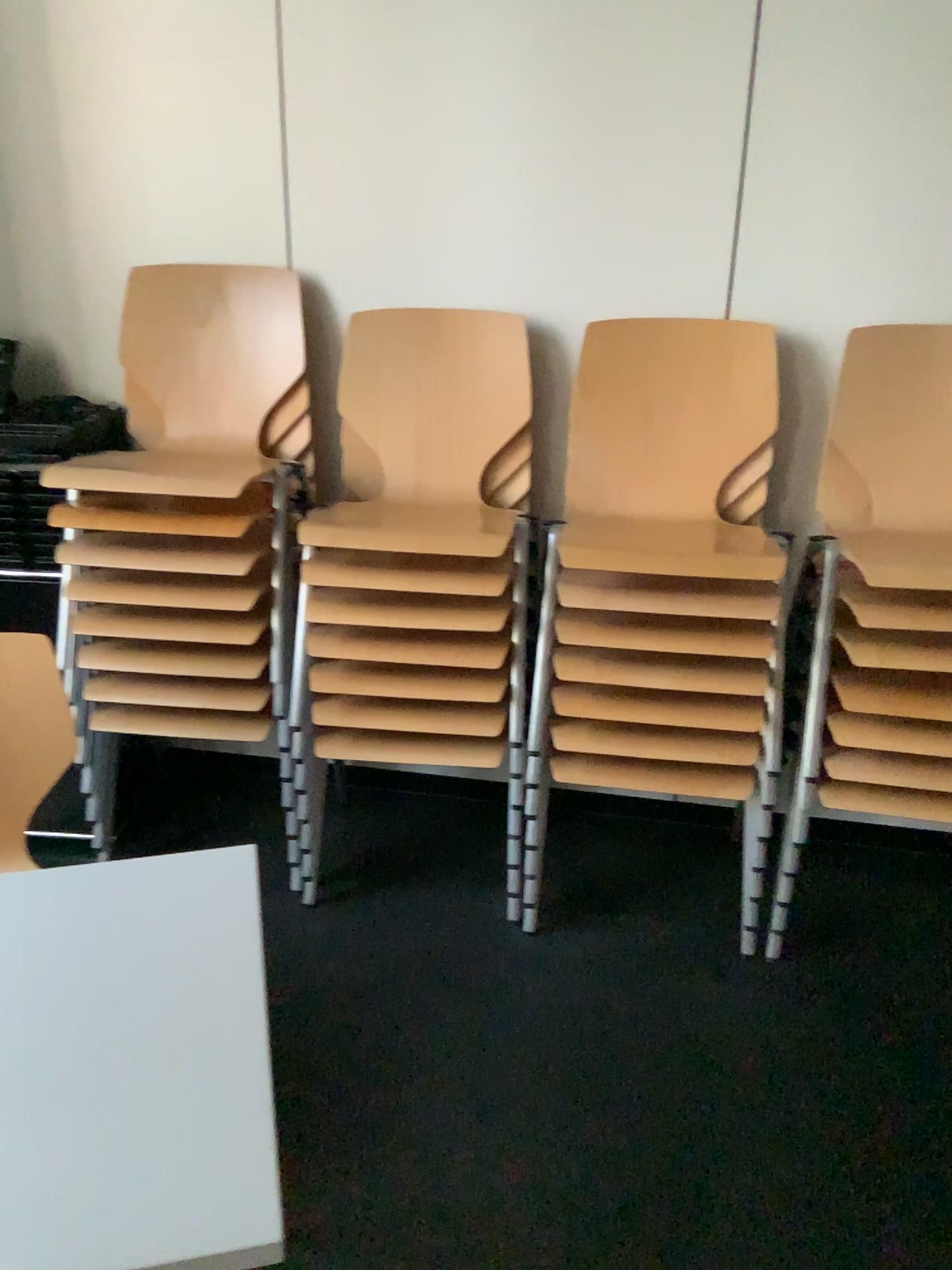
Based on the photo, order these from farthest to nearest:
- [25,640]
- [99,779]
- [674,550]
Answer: [99,779] < [674,550] < [25,640]

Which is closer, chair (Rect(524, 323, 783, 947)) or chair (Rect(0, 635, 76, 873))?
chair (Rect(0, 635, 76, 873))

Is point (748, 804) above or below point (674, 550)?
below

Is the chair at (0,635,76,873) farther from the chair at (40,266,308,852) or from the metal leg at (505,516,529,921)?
the metal leg at (505,516,529,921)

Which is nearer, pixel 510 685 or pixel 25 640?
pixel 25 640

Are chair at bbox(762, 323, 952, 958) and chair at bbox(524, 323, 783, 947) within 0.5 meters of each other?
yes

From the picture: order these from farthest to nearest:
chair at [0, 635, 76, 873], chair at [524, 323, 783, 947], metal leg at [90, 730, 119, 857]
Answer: metal leg at [90, 730, 119, 857], chair at [524, 323, 783, 947], chair at [0, 635, 76, 873]

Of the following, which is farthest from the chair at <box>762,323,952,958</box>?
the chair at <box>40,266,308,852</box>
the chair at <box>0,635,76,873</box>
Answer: the chair at <box>0,635,76,873</box>

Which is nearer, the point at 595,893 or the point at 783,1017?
the point at 783,1017

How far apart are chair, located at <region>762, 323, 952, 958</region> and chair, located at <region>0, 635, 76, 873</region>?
1.4 meters
